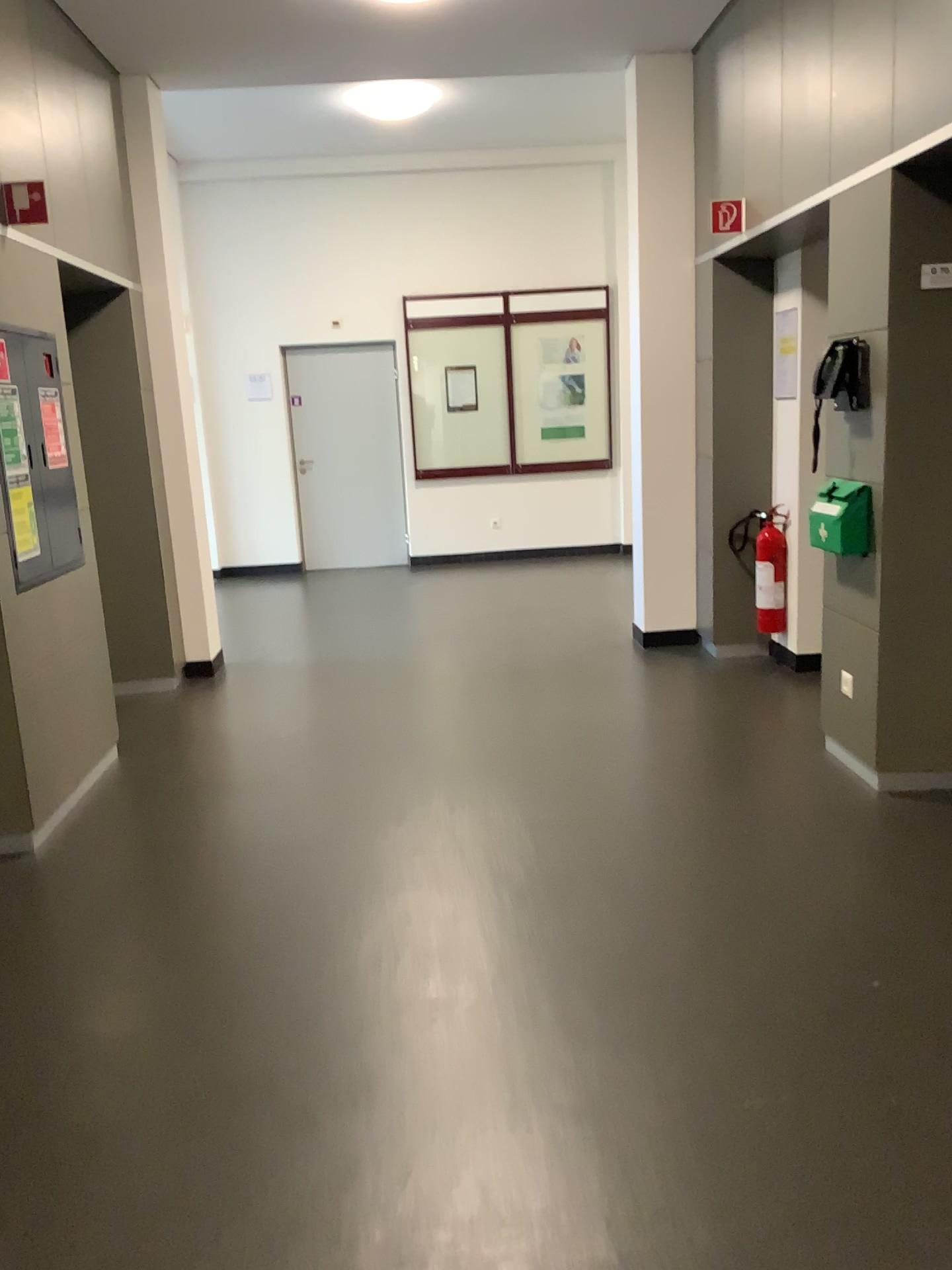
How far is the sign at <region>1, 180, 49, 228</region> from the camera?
3.7 meters

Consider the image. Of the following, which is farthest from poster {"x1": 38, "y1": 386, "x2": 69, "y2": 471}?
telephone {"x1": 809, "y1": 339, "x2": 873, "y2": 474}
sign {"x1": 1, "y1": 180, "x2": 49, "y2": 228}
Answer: telephone {"x1": 809, "y1": 339, "x2": 873, "y2": 474}

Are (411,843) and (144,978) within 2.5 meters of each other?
yes

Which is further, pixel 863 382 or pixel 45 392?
pixel 45 392

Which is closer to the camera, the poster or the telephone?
the telephone

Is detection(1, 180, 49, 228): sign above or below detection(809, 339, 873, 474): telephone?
above

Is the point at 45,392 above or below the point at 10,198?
below

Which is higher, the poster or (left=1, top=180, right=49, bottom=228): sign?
(left=1, top=180, right=49, bottom=228): sign

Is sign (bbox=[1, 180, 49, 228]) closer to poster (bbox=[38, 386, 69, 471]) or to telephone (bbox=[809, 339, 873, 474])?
poster (bbox=[38, 386, 69, 471])

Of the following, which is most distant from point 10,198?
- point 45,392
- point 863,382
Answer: point 863,382
